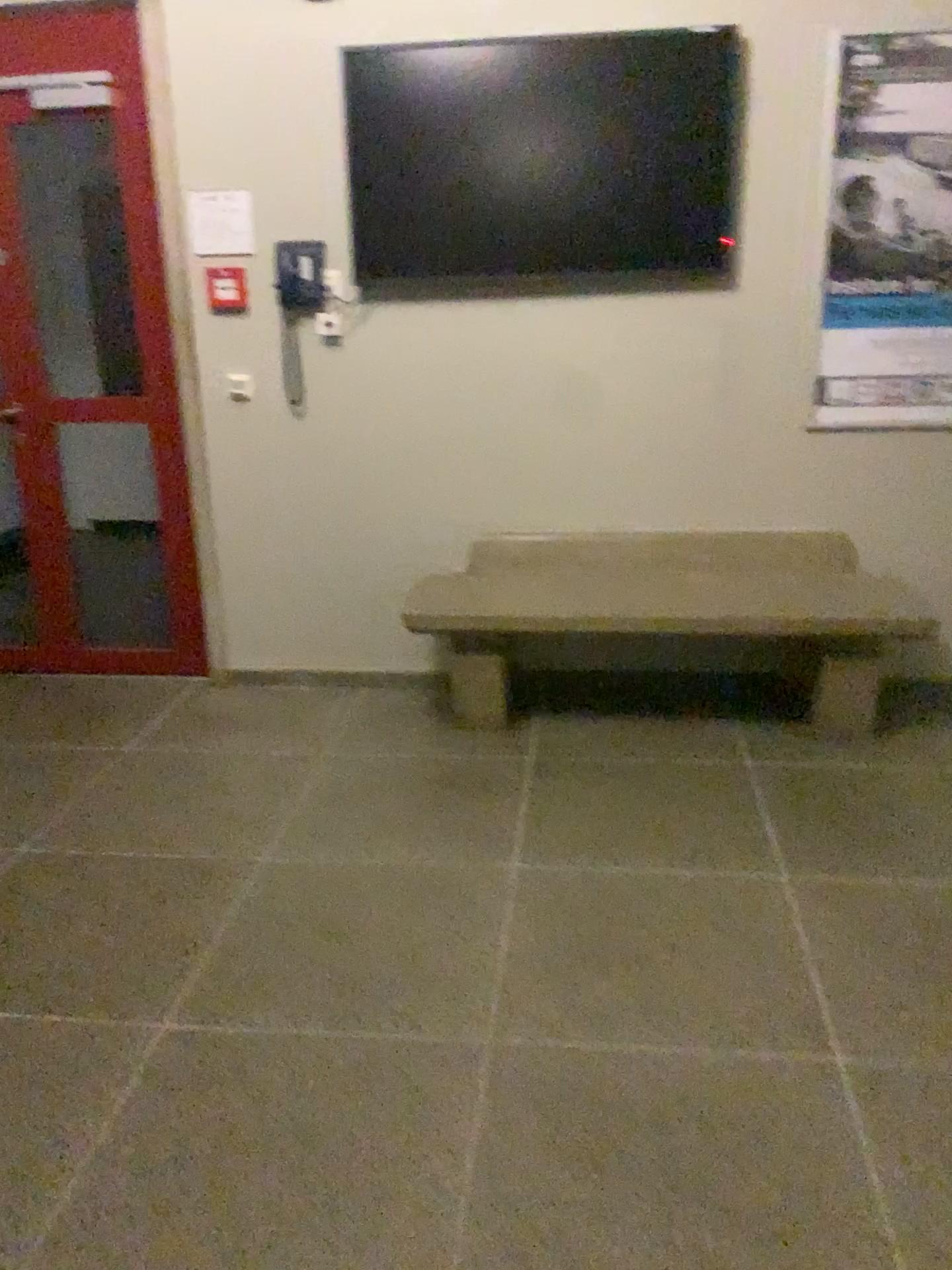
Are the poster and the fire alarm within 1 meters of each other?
no

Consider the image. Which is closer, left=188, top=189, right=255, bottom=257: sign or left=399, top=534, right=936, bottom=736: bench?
left=399, top=534, right=936, bottom=736: bench

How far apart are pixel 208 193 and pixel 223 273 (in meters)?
0.26

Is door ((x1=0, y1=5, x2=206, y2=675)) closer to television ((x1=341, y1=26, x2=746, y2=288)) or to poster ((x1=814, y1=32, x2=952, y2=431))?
television ((x1=341, y1=26, x2=746, y2=288))

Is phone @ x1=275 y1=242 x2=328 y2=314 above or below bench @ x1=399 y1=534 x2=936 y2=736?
above

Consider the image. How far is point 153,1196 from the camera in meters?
→ 1.8 m

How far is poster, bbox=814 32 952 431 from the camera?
3.3m

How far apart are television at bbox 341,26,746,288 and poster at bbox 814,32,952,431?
0.3 meters

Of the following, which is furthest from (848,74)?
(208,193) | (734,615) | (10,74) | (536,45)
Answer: (10,74)

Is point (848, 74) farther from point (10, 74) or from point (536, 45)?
point (10, 74)
